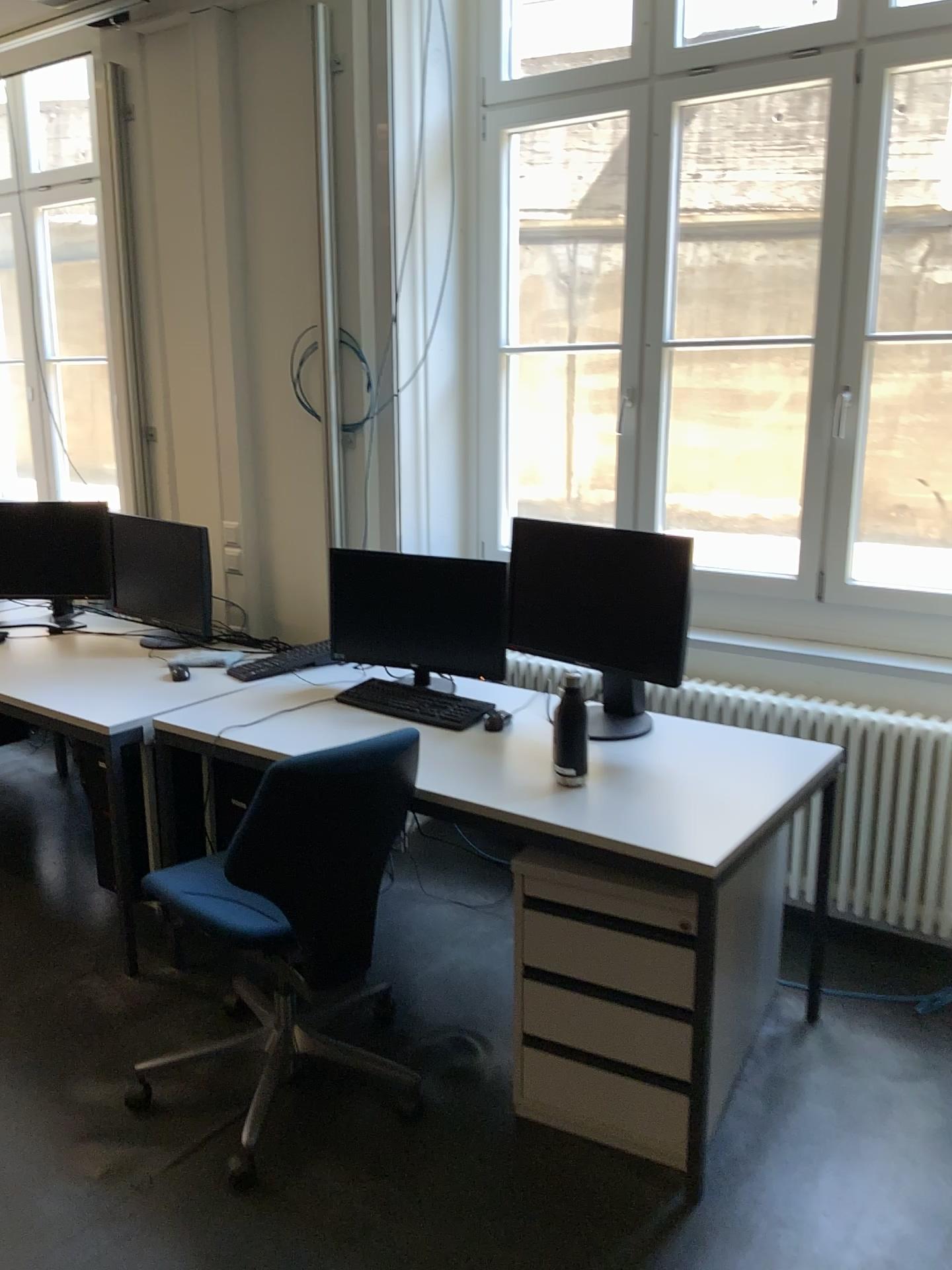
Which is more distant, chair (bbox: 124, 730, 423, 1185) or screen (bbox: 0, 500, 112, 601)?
screen (bbox: 0, 500, 112, 601)

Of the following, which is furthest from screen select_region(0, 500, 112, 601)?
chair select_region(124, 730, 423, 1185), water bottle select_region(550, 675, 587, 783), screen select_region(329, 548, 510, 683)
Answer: water bottle select_region(550, 675, 587, 783)

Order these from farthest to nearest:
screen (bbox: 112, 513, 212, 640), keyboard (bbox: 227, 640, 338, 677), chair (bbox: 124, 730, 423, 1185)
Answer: screen (bbox: 112, 513, 212, 640) < keyboard (bbox: 227, 640, 338, 677) < chair (bbox: 124, 730, 423, 1185)

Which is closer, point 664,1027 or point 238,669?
point 664,1027

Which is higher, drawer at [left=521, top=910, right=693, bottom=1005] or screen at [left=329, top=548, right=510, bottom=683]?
screen at [left=329, top=548, right=510, bottom=683]

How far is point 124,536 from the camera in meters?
3.8 m

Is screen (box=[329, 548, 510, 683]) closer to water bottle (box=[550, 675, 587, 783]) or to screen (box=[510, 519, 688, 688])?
screen (box=[510, 519, 688, 688])

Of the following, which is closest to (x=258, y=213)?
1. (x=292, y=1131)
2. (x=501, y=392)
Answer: (x=501, y=392)

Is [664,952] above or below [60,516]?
below

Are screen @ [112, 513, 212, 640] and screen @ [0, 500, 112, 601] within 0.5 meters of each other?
yes
